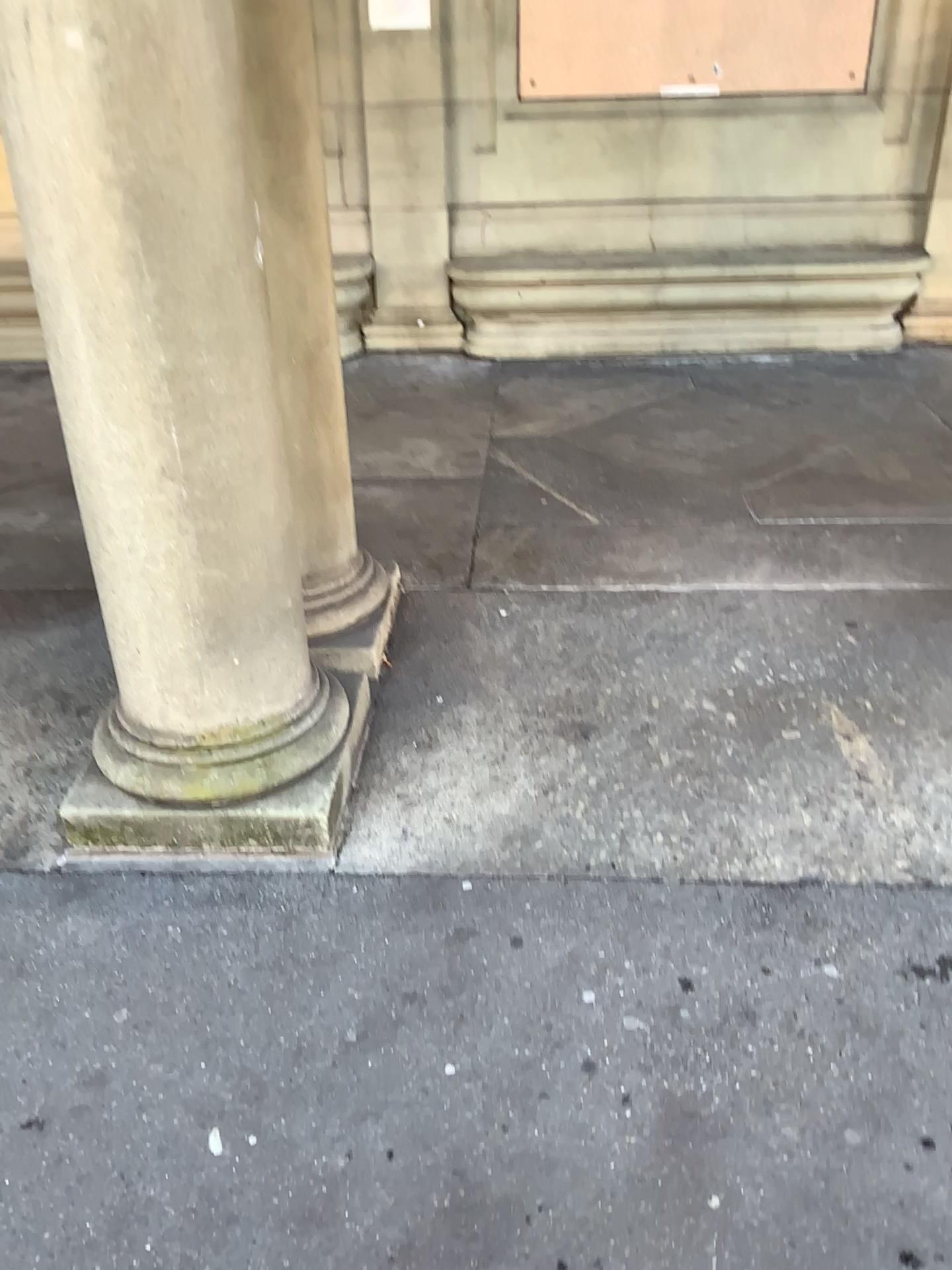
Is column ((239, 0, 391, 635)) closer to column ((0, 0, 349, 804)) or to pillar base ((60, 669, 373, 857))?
column ((0, 0, 349, 804))

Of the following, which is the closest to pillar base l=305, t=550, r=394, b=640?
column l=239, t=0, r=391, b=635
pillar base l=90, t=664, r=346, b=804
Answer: column l=239, t=0, r=391, b=635

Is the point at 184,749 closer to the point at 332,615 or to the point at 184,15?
the point at 332,615

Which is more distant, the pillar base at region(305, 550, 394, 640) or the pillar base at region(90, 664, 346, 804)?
the pillar base at region(305, 550, 394, 640)

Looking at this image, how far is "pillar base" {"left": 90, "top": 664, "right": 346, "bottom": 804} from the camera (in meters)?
2.20

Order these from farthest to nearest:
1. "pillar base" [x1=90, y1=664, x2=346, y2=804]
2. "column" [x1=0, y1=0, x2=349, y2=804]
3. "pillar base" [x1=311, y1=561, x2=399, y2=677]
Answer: "pillar base" [x1=311, y1=561, x2=399, y2=677]
"pillar base" [x1=90, y1=664, x2=346, y2=804]
"column" [x1=0, y1=0, x2=349, y2=804]

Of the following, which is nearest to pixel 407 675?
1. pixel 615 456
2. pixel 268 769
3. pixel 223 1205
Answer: pixel 268 769

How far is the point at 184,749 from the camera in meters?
2.2 m

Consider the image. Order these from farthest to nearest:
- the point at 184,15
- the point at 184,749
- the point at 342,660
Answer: the point at 342,660 < the point at 184,749 < the point at 184,15

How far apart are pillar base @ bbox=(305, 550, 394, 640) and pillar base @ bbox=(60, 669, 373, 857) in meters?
0.6 m
